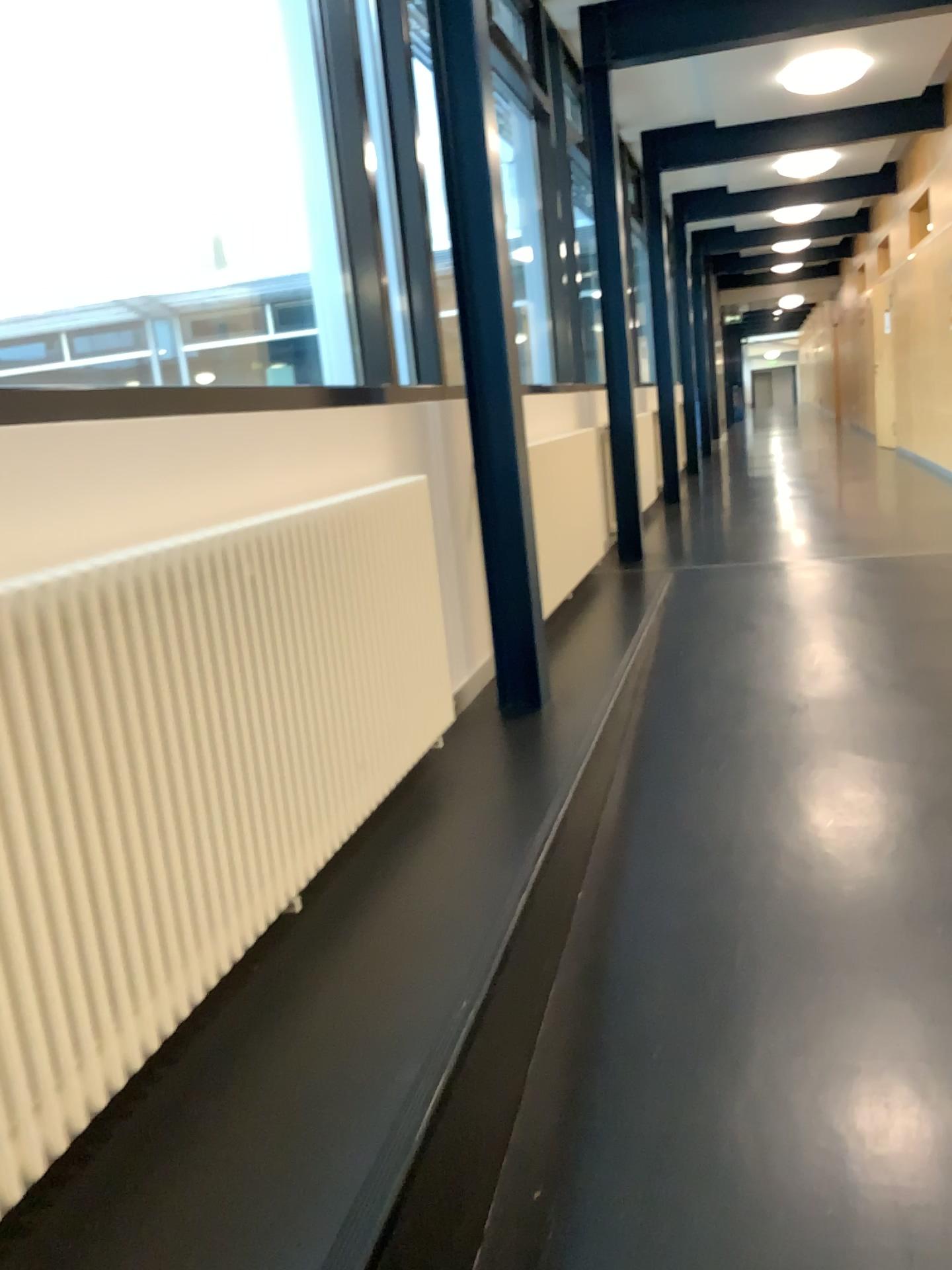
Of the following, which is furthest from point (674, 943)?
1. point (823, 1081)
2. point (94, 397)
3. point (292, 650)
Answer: point (94, 397)
